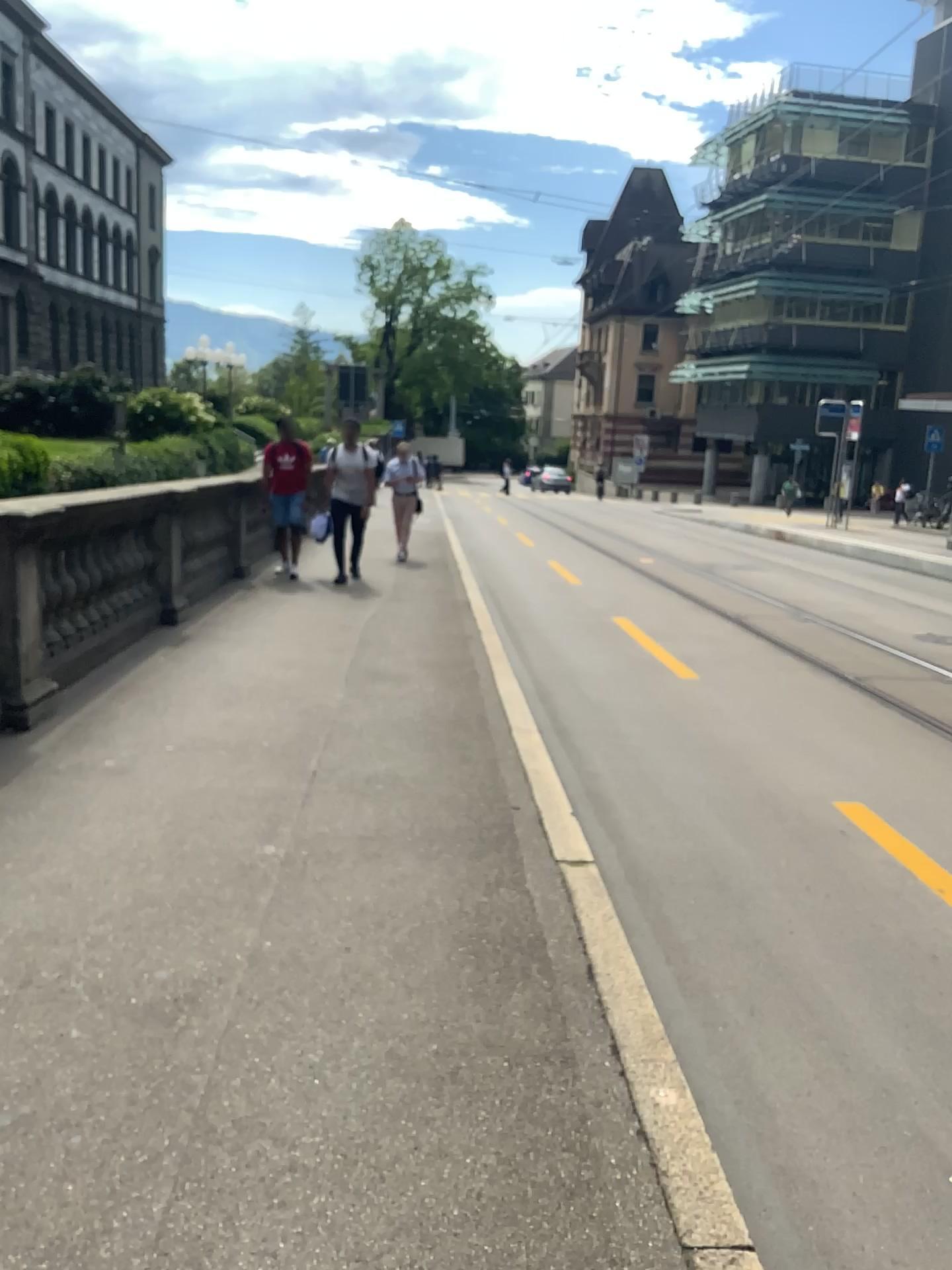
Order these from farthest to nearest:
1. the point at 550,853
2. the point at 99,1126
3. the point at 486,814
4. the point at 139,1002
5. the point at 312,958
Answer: the point at 486,814, the point at 550,853, the point at 312,958, the point at 139,1002, the point at 99,1126
